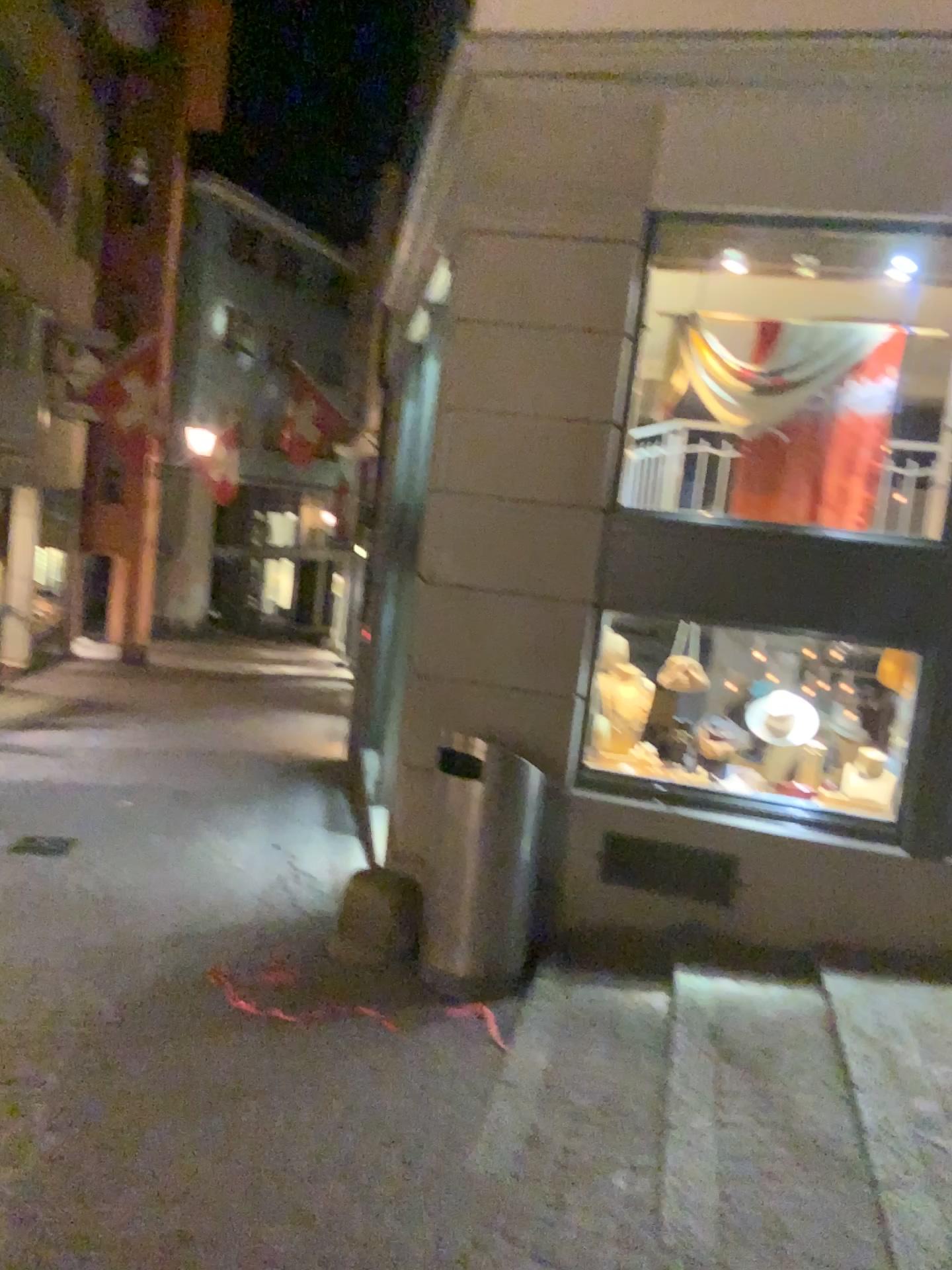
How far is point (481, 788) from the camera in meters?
4.7 m

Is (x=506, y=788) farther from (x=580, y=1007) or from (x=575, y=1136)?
(x=575, y=1136)

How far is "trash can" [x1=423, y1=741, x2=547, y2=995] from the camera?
4.7m
